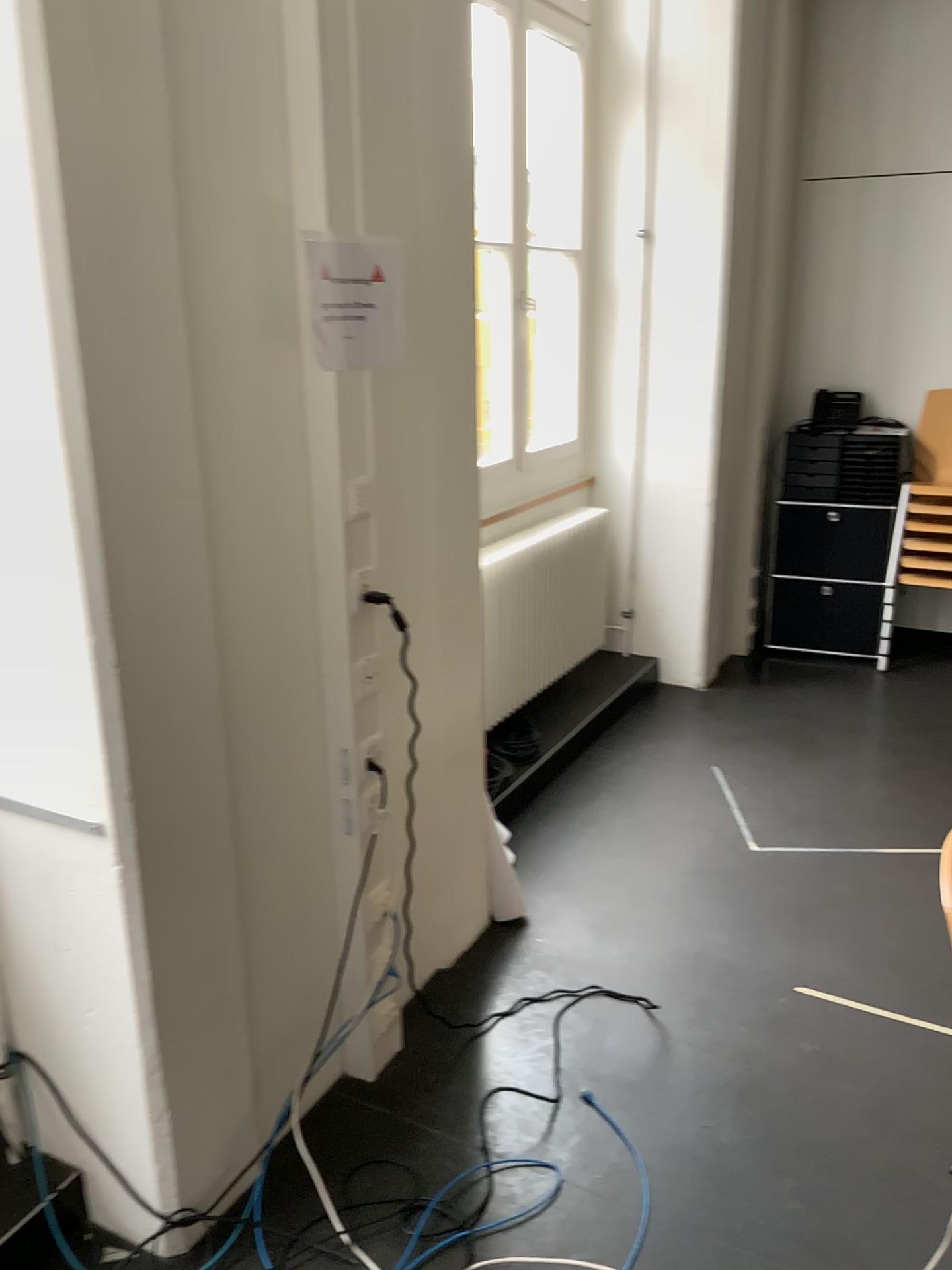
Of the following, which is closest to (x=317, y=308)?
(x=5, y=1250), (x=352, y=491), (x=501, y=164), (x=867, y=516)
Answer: (x=352, y=491)

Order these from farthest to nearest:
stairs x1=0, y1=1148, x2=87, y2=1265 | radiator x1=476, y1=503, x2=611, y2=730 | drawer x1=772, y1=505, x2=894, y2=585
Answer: drawer x1=772, y1=505, x2=894, y2=585 < radiator x1=476, y1=503, x2=611, y2=730 < stairs x1=0, y1=1148, x2=87, y2=1265

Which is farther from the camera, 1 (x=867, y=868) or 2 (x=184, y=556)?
1 (x=867, y=868)

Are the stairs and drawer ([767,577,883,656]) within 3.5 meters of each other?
no

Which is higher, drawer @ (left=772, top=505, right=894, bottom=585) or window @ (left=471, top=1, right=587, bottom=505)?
window @ (left=471, top=1, right=587, bottom=505)

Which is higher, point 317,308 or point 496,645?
point 317,308

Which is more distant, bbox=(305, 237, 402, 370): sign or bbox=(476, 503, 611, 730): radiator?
bbox=(476, 503, 611, 730): radiator

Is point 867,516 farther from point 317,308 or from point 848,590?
point 317,308

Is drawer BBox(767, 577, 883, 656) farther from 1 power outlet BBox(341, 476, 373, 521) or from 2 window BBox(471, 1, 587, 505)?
1 power outlet BBox(341, 476, 373, 521)

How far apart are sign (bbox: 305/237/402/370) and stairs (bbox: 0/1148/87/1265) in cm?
152
